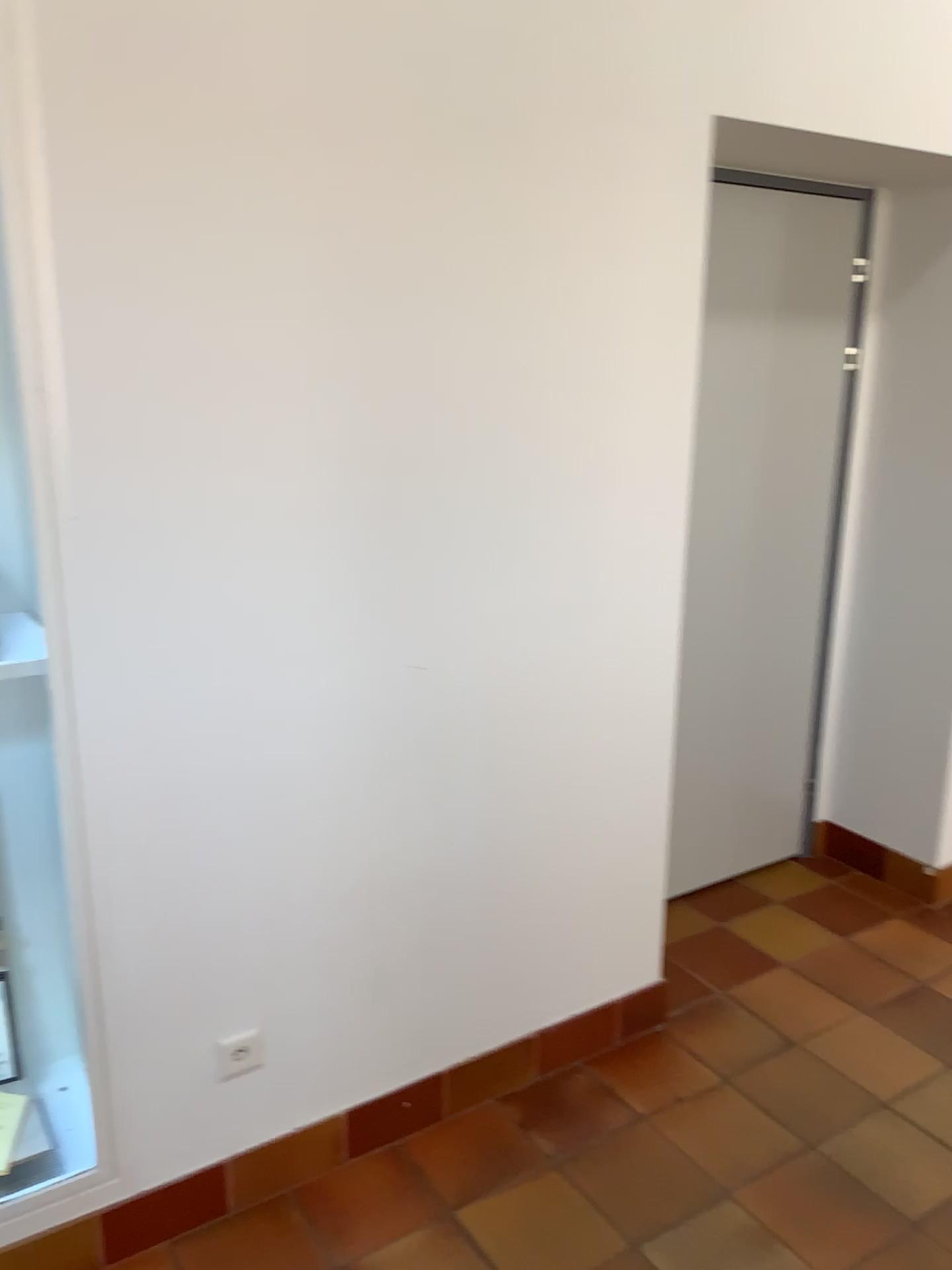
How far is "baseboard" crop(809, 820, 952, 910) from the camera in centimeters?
327cm

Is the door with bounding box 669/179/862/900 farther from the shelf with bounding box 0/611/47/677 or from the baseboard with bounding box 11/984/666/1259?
the shelf with bounding box 0/611/47/677

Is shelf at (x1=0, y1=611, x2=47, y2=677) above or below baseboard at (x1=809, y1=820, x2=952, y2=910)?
above

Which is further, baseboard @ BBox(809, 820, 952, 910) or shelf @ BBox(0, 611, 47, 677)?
baseboard @ BBox(809, 820, 952, 910)

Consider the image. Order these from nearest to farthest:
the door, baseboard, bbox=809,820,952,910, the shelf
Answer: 1. the shelf
2. the door
3. baseboard, bbox=809,820,952,910

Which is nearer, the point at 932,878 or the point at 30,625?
the point at 30,625

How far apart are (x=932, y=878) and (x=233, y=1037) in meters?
2.3 m

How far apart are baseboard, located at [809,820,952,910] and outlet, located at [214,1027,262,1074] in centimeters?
216cm

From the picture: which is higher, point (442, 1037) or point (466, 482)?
point (466, 482)

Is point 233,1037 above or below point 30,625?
below
